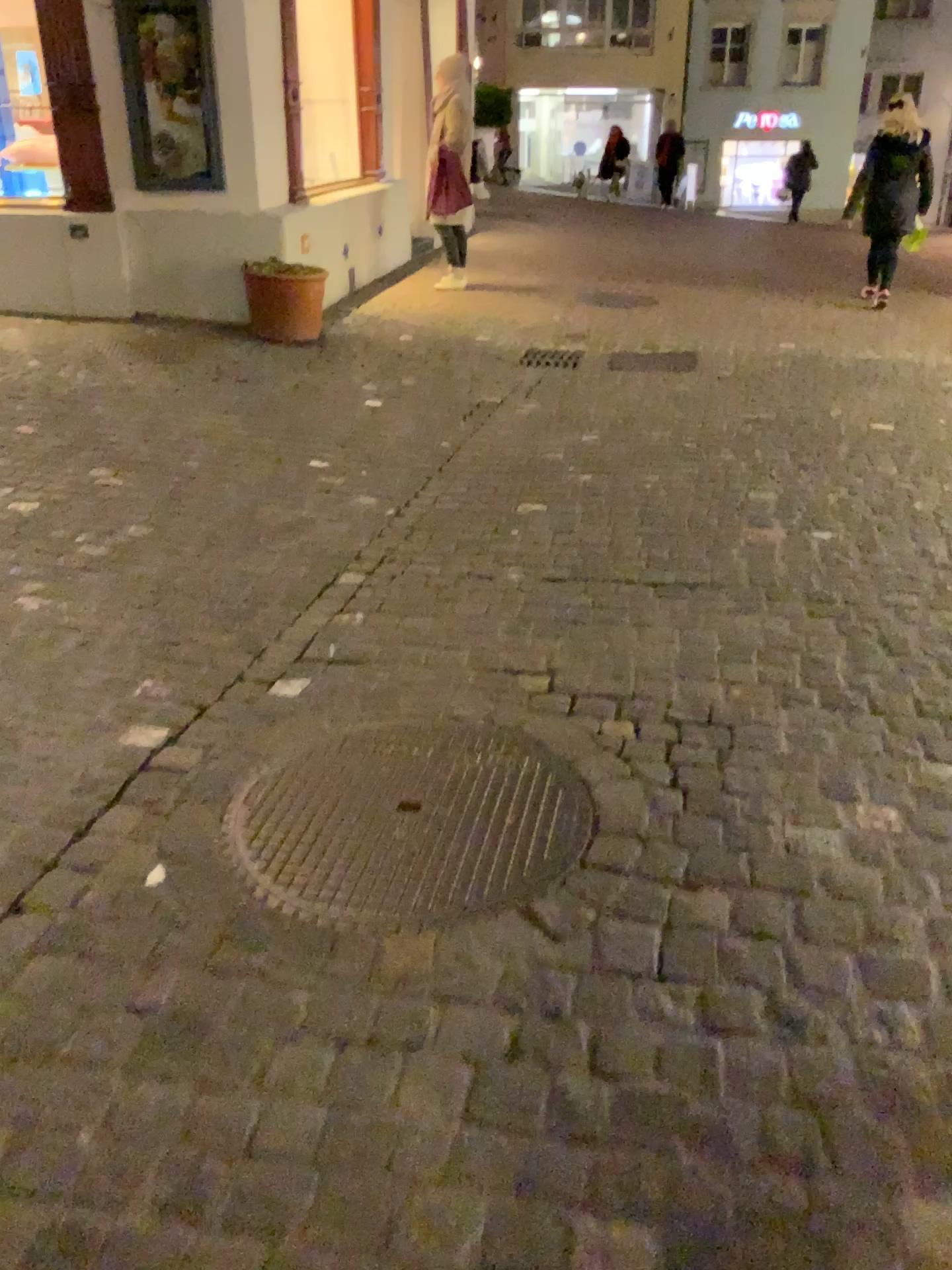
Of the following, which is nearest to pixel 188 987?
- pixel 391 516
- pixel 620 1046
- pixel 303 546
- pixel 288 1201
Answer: pixel 288 1201
